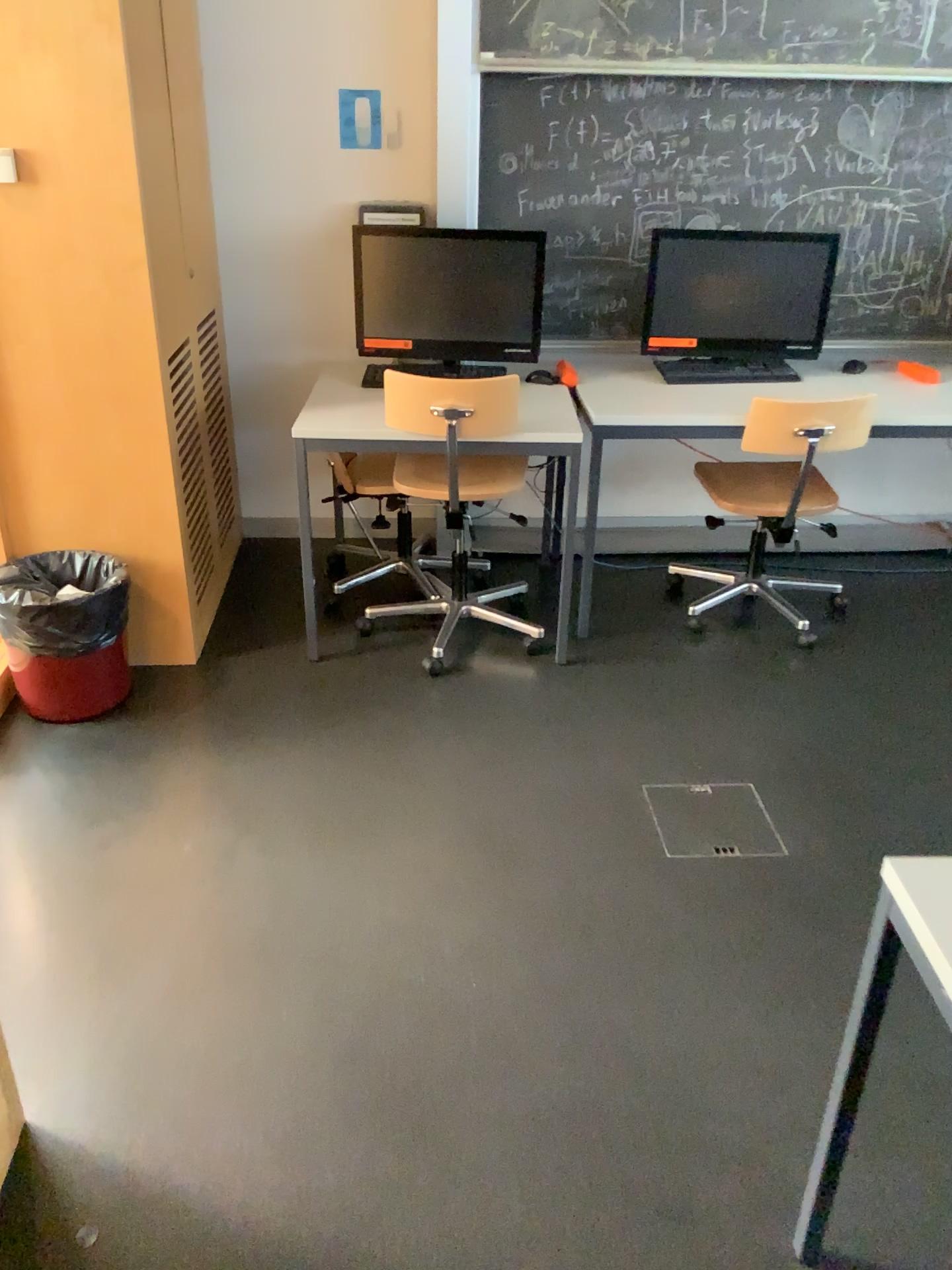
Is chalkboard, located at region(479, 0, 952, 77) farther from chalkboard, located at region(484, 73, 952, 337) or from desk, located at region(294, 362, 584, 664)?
desk, located at region(294, 362, 584, 664)

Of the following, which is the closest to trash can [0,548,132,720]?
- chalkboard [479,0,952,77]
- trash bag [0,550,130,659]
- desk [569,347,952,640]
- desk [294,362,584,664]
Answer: trash bag [0,550,130,659]

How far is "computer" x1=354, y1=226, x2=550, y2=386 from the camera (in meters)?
3.21

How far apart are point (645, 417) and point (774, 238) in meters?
0.8

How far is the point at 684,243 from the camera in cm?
335

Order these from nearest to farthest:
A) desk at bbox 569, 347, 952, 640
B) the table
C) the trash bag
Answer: the table < the trash bag < desk at bbox 569, 347, 952, 640

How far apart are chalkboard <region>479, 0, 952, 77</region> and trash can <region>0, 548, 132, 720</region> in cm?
199

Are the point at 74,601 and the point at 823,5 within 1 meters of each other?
no

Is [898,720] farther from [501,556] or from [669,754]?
[501,556]

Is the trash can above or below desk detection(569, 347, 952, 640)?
below
